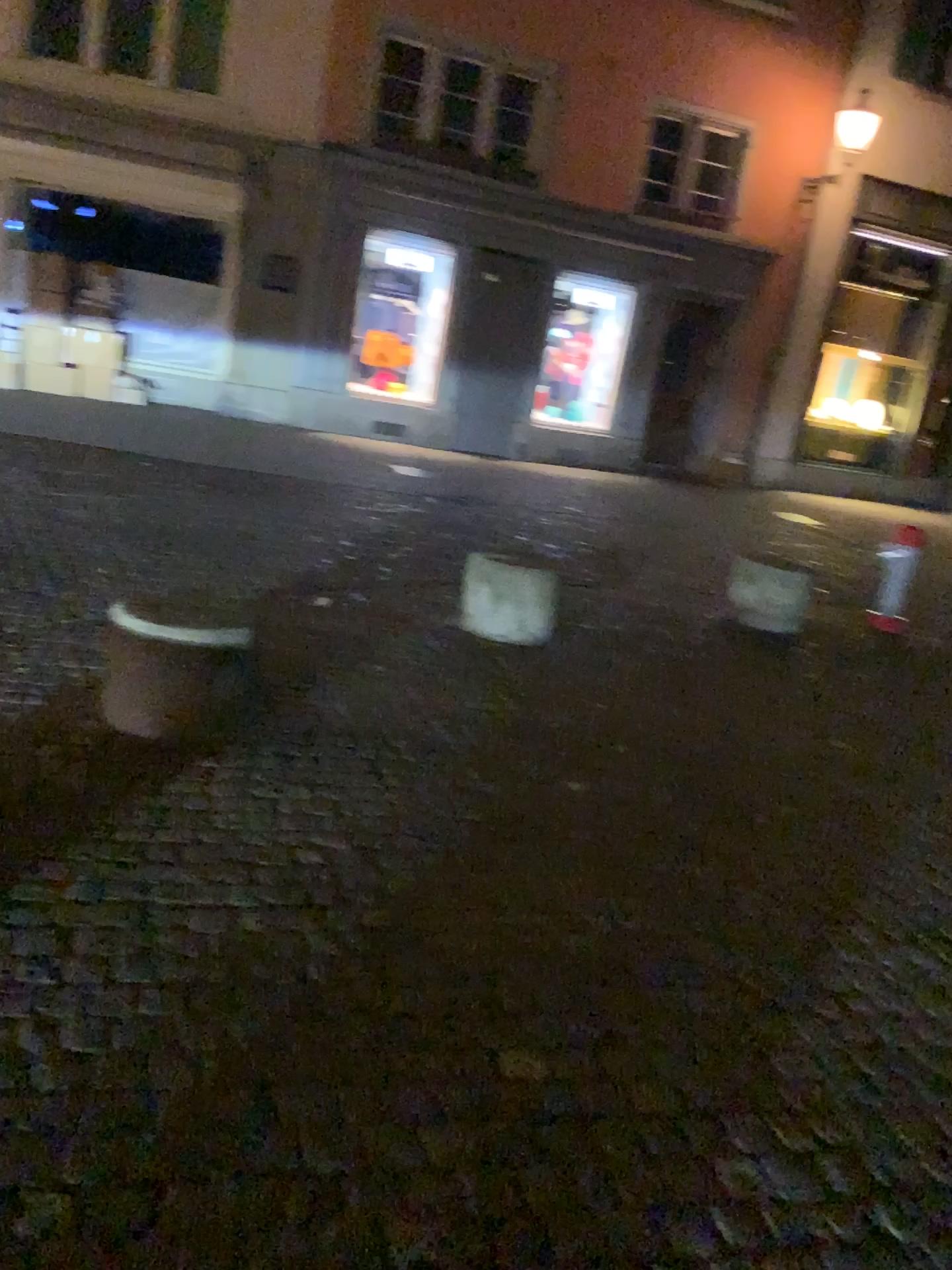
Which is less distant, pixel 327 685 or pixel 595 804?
pixel 595 804
